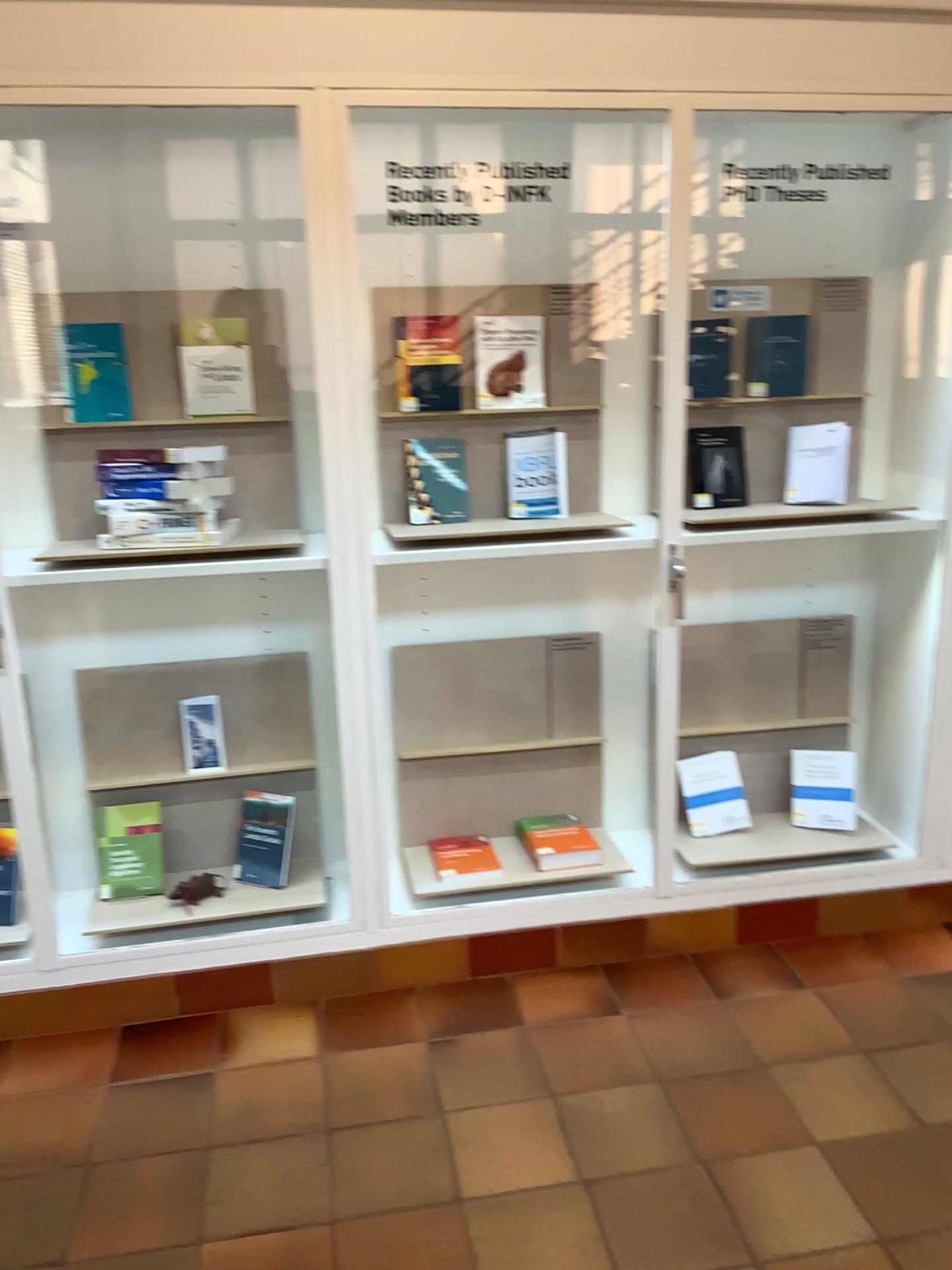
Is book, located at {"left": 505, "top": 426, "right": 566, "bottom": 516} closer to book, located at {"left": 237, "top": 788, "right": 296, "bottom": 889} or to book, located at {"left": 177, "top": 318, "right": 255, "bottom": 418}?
book, located at {"left": 177, "top": 318, "right": 255, "bottom": 418}

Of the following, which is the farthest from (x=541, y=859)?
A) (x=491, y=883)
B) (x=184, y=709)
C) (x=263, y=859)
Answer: (x=184, y=709)

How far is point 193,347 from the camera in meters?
2.6

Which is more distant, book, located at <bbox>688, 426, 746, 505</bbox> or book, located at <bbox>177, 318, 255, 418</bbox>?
book, located at <bbox>688, 426, 746, 505</bbox>

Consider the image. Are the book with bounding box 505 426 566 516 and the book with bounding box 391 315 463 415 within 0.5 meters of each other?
yes

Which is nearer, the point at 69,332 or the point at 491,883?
the point at 69,332

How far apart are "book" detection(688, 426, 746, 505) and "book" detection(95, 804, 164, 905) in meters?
1.7

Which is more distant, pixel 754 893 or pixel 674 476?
pixel 754 893

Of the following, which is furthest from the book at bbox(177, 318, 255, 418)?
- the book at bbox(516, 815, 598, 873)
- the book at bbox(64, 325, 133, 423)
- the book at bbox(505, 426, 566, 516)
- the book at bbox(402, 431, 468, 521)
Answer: the book at bbox(516, 815, 598, 873)

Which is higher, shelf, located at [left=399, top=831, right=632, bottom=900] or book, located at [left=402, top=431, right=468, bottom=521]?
book, located at [left=402, top=431, right=468, bottom=521]
